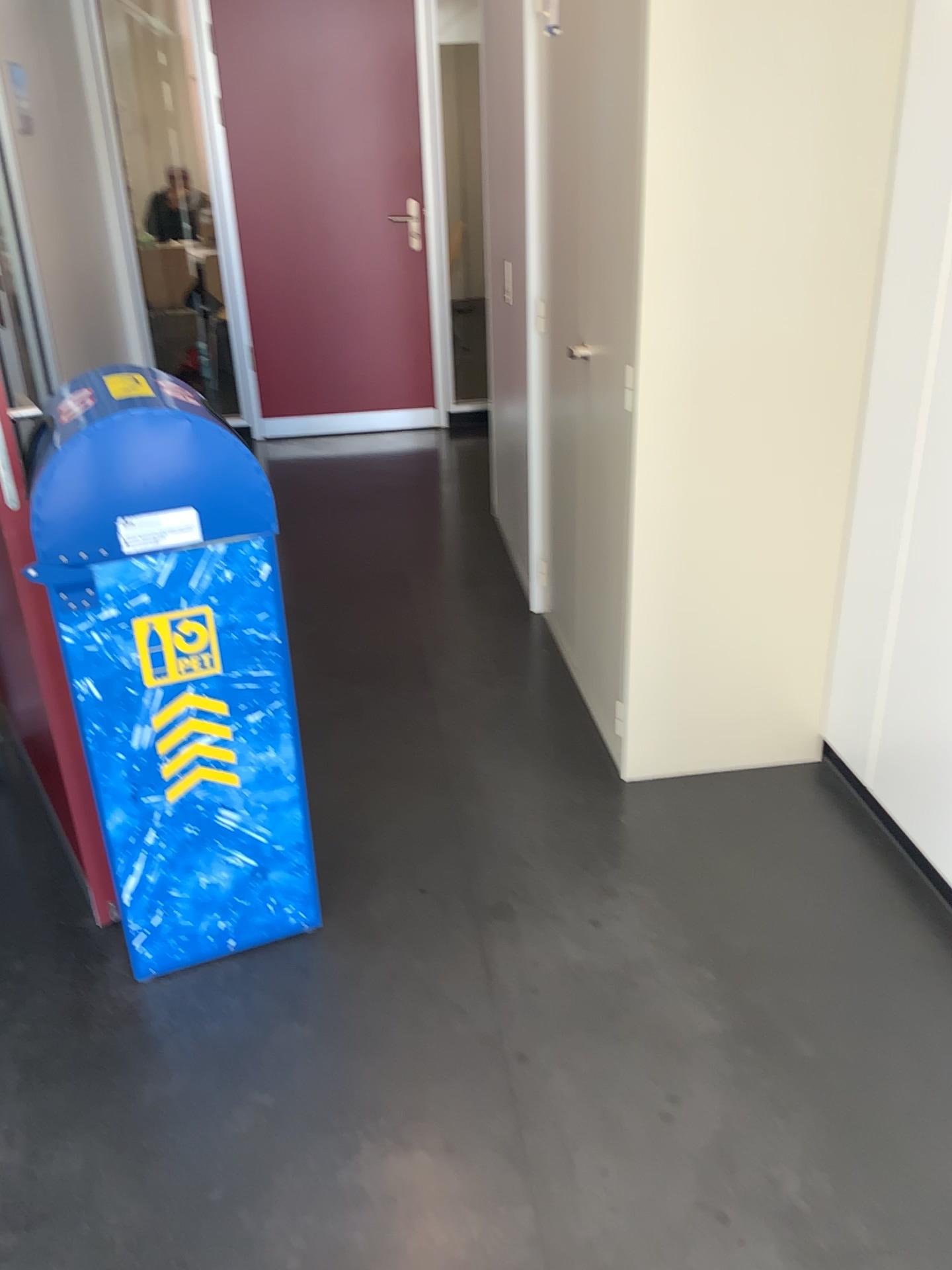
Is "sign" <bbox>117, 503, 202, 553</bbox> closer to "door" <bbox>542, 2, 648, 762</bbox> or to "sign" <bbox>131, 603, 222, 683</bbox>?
"sign" <bbox>131, 603, 222, 683</bbox>

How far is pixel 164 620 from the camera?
1.8m

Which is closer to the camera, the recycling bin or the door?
the recycling bin

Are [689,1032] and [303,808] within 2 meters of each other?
yes

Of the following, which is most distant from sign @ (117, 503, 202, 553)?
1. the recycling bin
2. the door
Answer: the door

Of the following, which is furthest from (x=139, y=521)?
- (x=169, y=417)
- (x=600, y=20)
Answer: (x=600, y=20)

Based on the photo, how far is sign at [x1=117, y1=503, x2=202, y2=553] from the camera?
1.7 meters

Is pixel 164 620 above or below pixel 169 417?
below

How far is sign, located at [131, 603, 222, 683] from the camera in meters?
1.8
